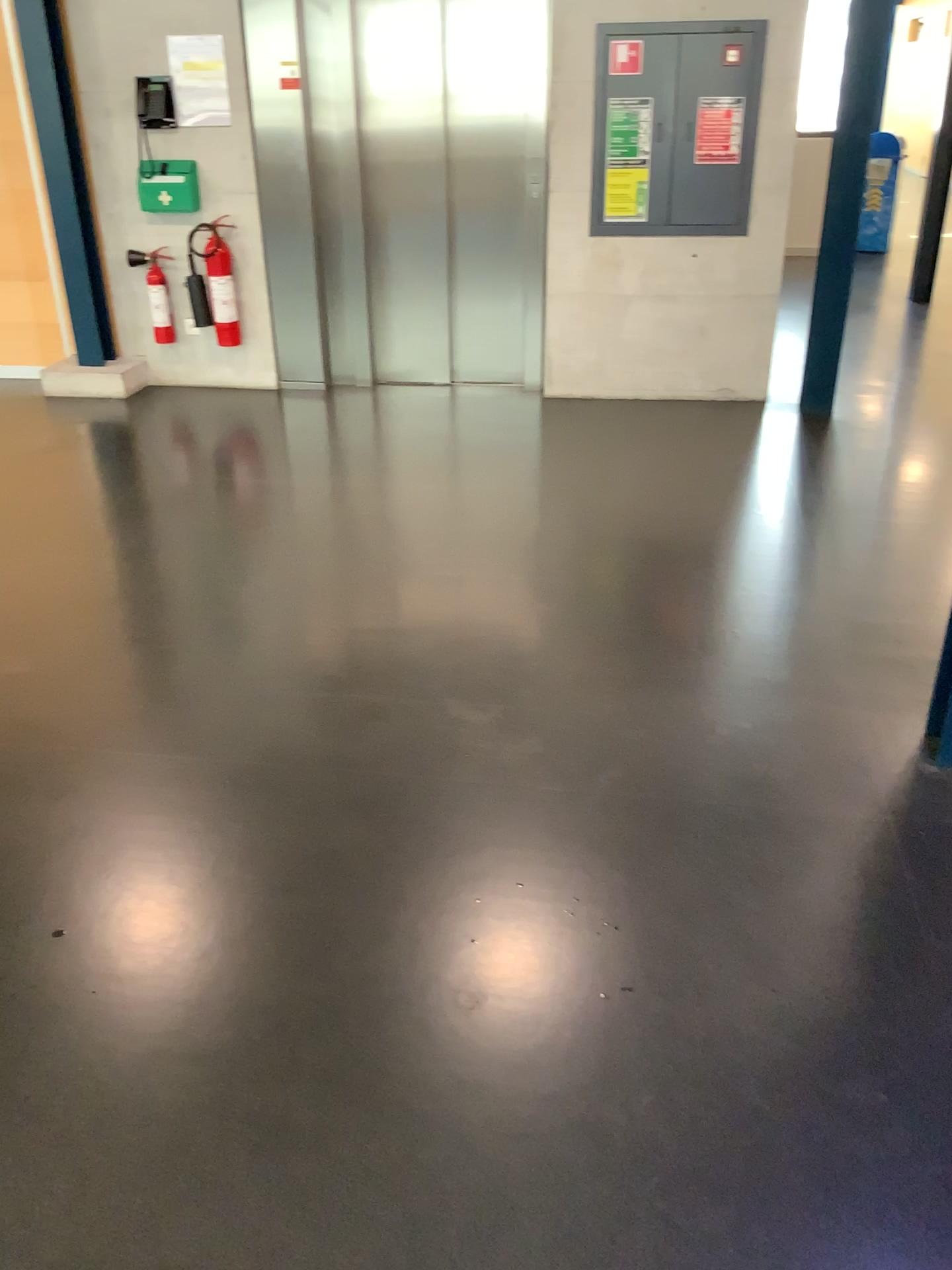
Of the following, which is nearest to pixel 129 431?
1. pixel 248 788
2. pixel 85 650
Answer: pixel 85 650
